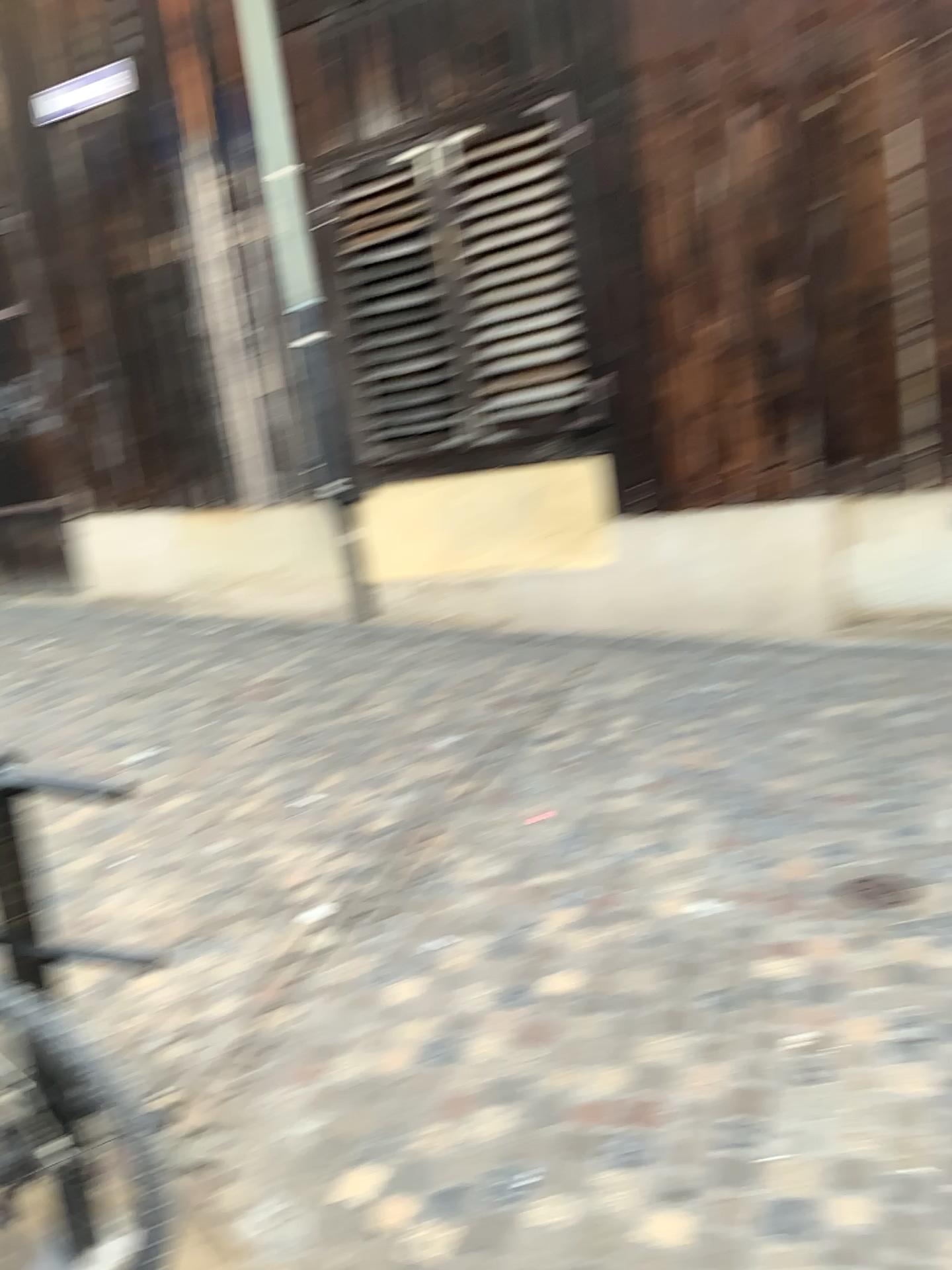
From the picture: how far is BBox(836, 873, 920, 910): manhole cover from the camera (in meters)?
2.91

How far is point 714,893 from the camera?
3.09m

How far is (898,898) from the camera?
2.9 meters
